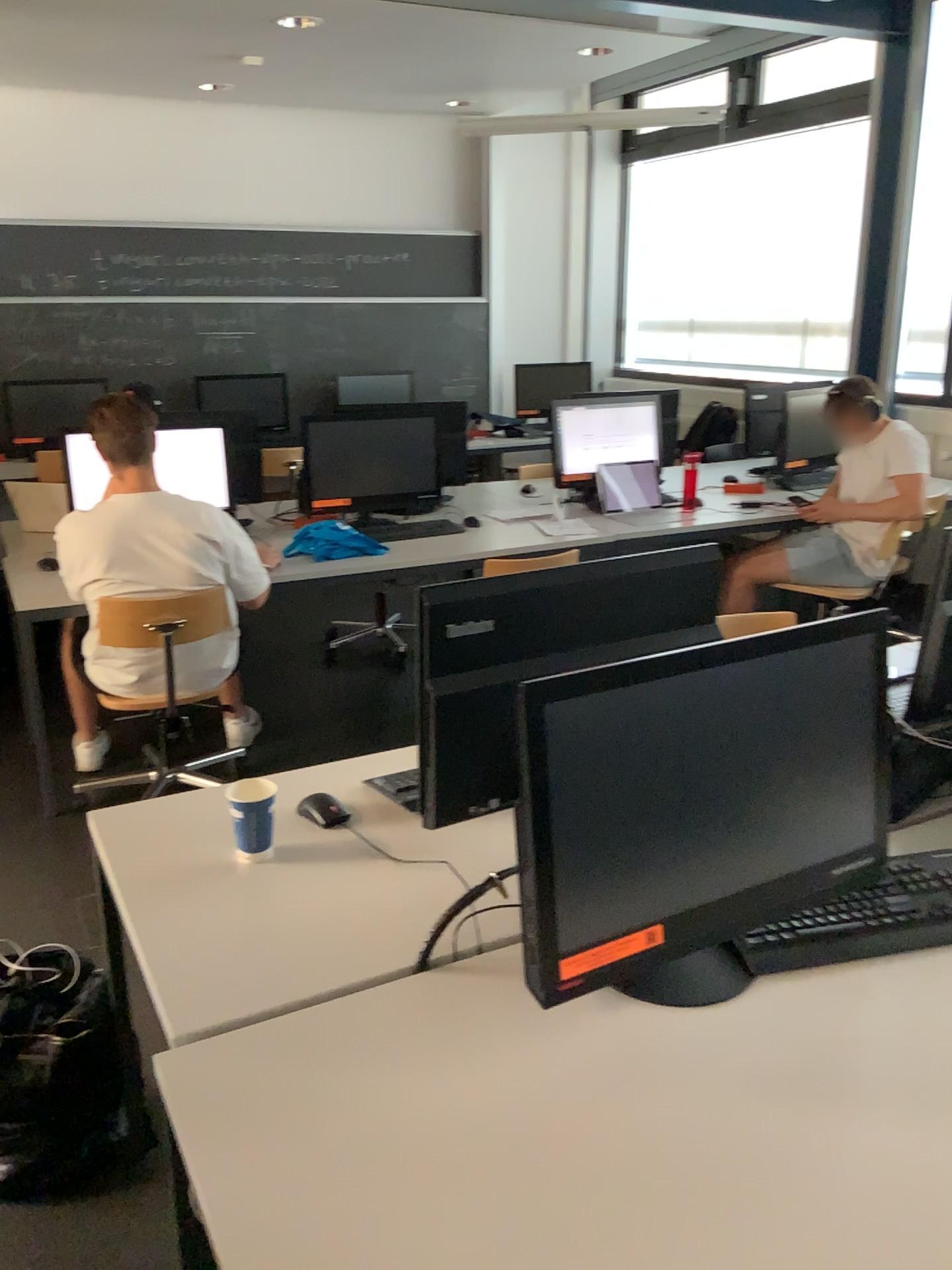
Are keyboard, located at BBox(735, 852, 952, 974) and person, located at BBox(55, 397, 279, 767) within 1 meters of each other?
no

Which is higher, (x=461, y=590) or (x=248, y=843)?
(x=461, y=590)

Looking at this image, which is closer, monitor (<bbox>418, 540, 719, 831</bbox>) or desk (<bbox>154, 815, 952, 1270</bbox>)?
desk (<bbox>154, 815, 952, 1270</bbox>)

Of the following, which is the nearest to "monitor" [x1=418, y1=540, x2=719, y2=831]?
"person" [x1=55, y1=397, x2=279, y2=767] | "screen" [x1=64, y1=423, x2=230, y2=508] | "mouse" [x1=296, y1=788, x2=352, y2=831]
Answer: "mouse" [x1=296, y1=788, x2=352, y2=831]

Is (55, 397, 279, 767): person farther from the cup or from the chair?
the cup

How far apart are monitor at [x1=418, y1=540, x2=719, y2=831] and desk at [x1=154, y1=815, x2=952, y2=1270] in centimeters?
26cm

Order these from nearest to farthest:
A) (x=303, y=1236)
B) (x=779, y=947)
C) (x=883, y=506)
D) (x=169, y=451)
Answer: (x=303, y=1236), (x=779, y=947), (x=169, y=451), (x=883, y=506)

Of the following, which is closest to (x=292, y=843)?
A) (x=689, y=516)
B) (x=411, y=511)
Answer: (x=411, y=511)

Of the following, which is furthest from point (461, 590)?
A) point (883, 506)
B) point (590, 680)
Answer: point (883, 506)

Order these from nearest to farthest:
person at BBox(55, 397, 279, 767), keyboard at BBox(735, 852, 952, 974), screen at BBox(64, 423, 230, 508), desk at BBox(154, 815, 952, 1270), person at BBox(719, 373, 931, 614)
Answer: desk at BBox(154, 815, 952, 1270), keyboard at BBox(735, 852, 952, 974), person at BBox(55, 397, 279, 767), screen at BBox(64, 423, 230, 508), person at BBox(719, 373, 931, 614)
